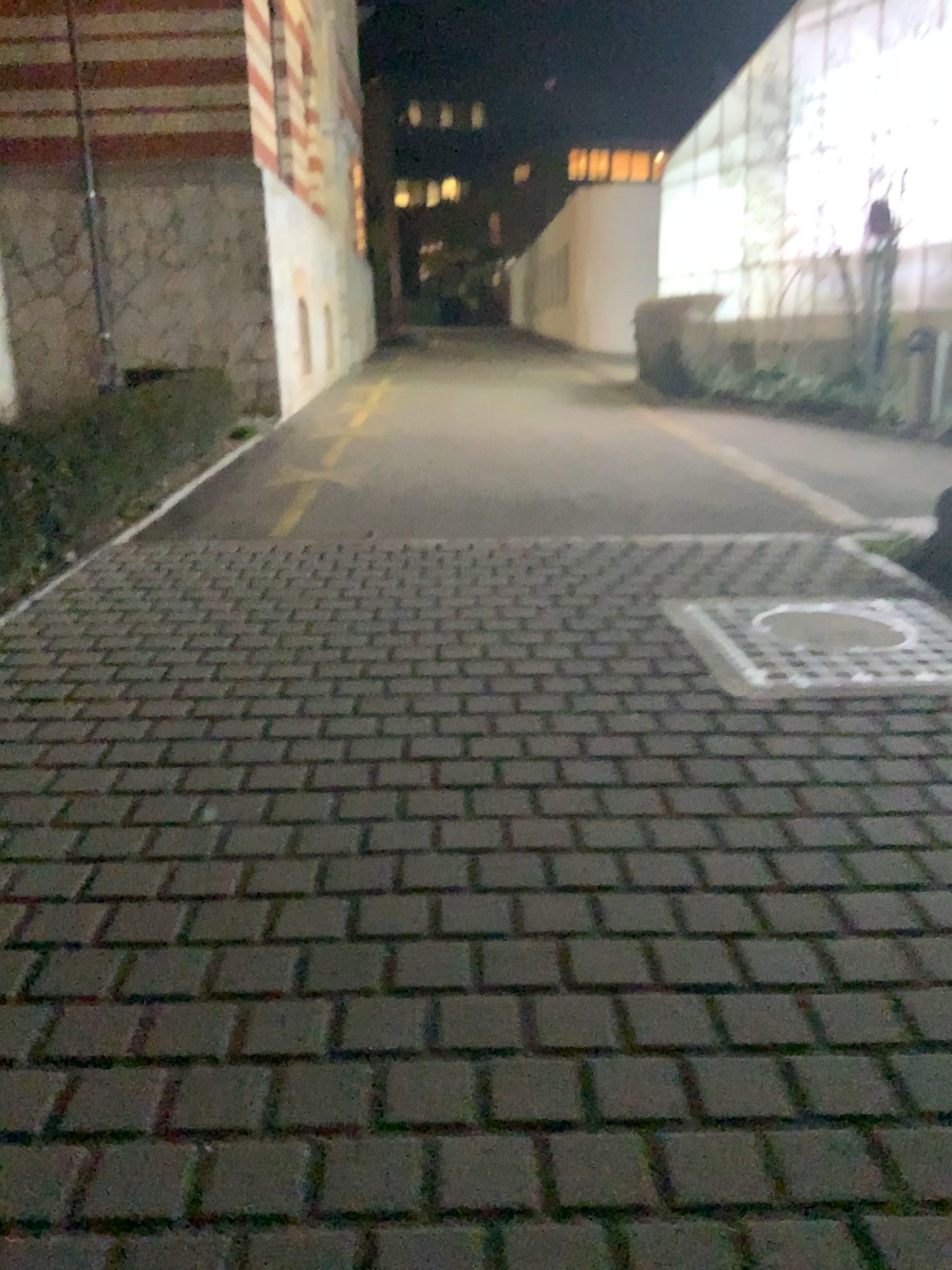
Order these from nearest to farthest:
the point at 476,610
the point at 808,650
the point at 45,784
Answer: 1. the point at 45,784
2. the point at 808,650
3. the point at 476,610
